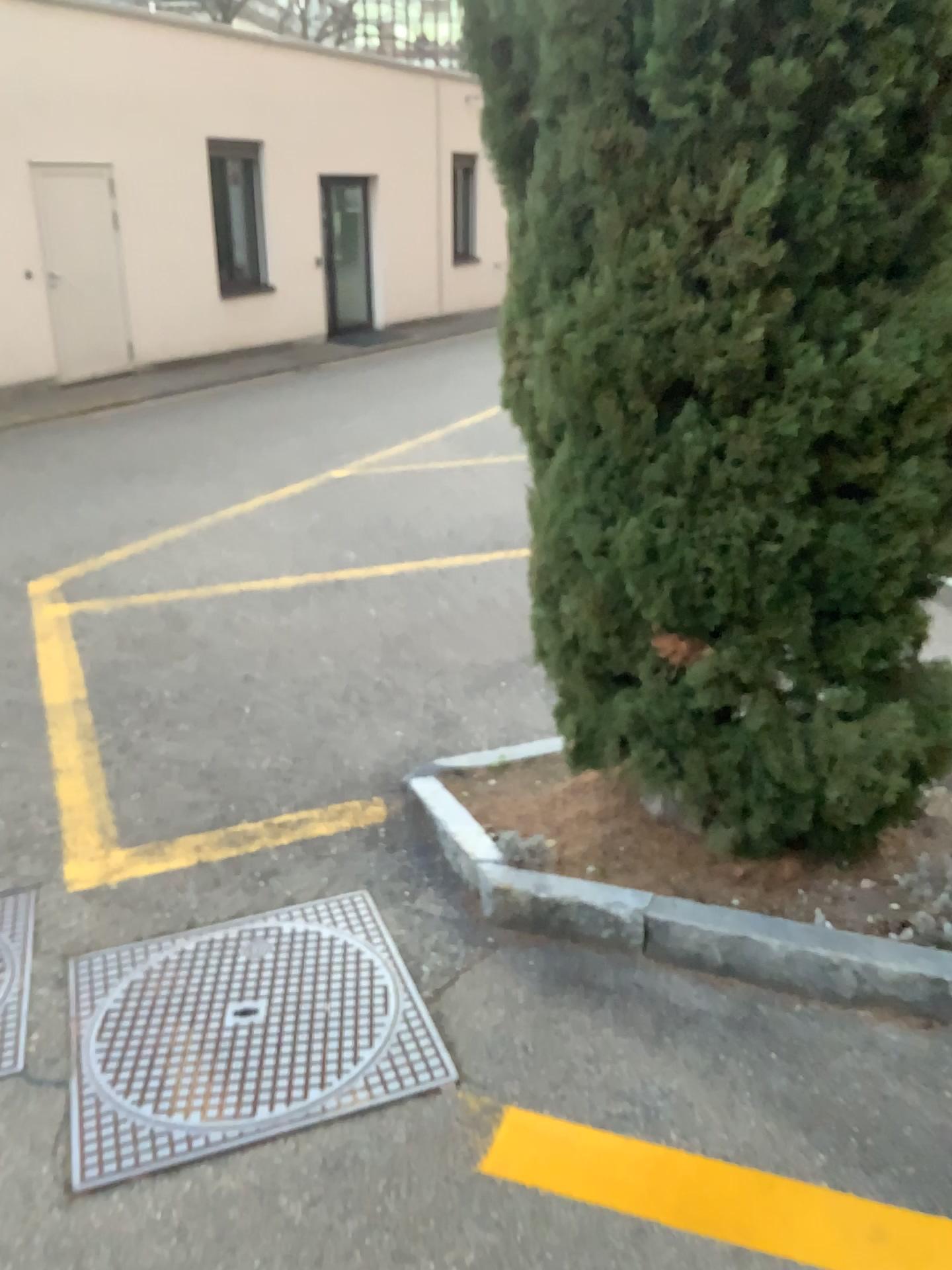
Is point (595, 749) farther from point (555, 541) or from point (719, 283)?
point (719, 283)

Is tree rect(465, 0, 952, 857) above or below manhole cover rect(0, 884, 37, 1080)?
above

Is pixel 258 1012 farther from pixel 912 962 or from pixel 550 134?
pixel 550 134

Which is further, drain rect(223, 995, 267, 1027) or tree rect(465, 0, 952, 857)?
drain rect(223, 995, 267, 1027)

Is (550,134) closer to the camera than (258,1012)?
Yes

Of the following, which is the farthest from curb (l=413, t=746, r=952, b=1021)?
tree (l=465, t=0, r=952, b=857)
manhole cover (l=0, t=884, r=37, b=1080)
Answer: manhole cover (l=0, t=884, r=37, b=1080)

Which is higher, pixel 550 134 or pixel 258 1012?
pixel 550 134

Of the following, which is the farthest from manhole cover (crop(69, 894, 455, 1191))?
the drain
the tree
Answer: the tree

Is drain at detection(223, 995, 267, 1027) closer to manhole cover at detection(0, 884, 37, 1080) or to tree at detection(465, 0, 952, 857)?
manhole cover at detection(0, 884, 37, 1080)

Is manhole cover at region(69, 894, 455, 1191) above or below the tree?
below
